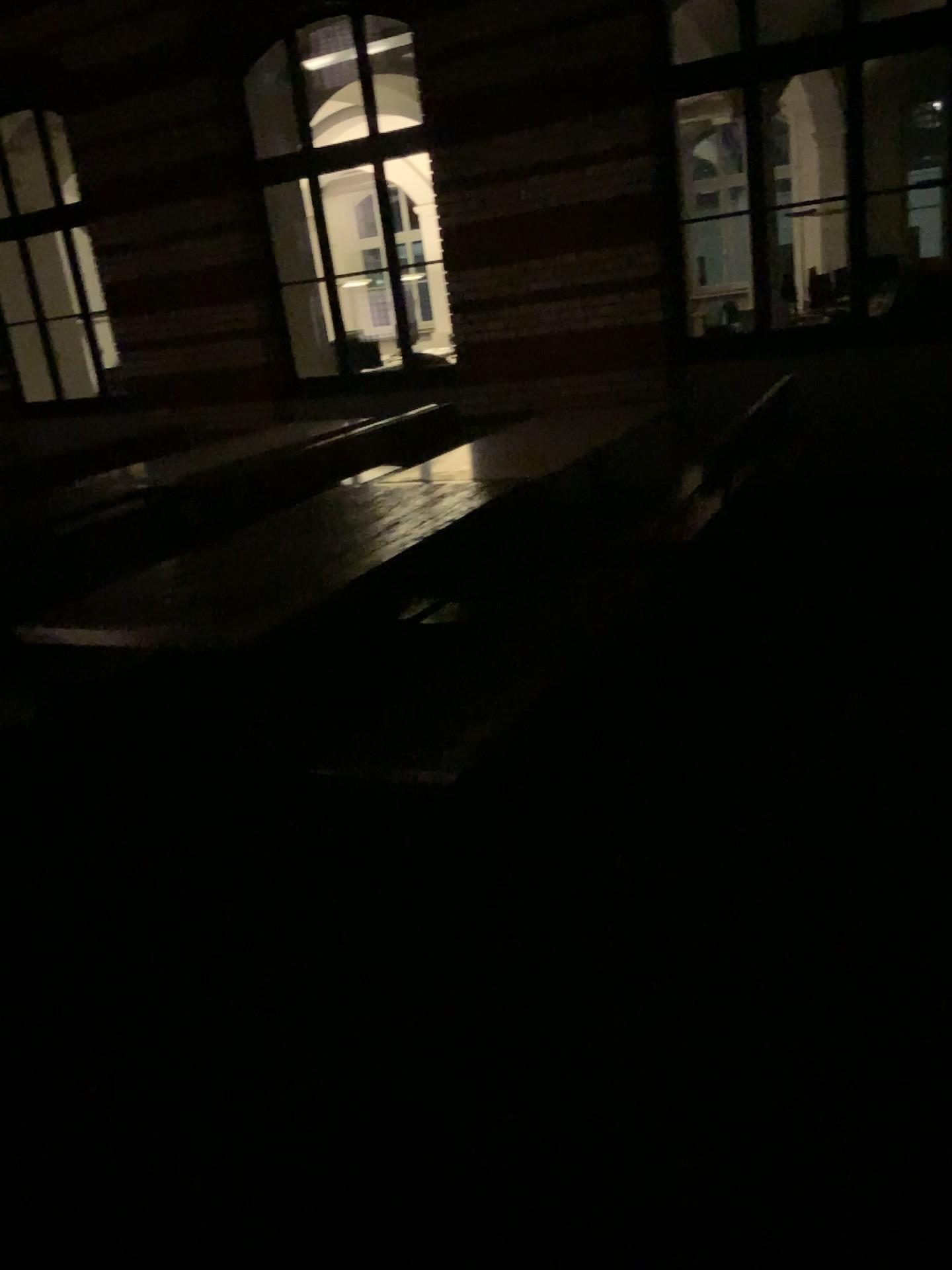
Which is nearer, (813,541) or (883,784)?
(883,784)
